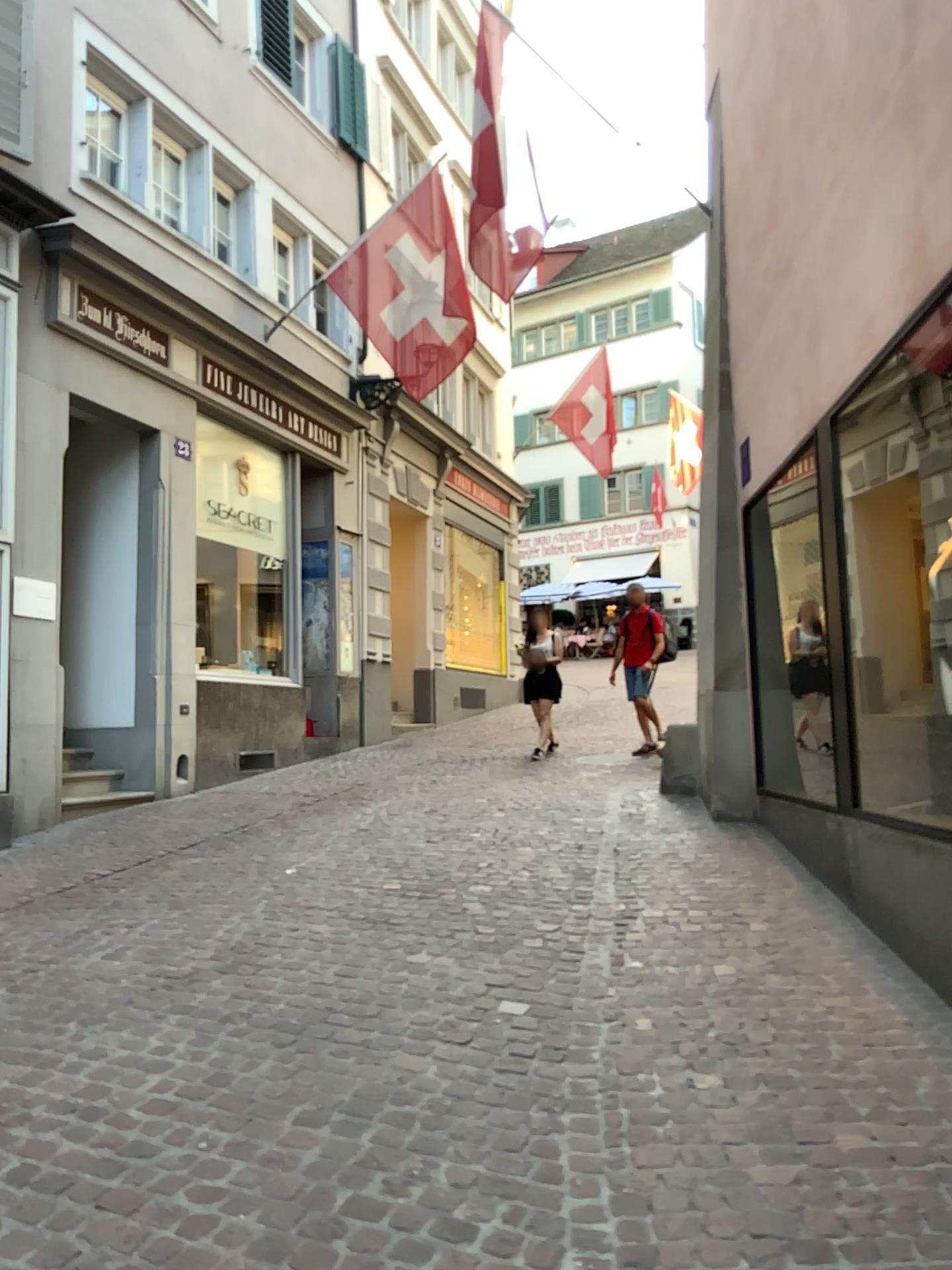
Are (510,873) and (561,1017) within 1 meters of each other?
no
